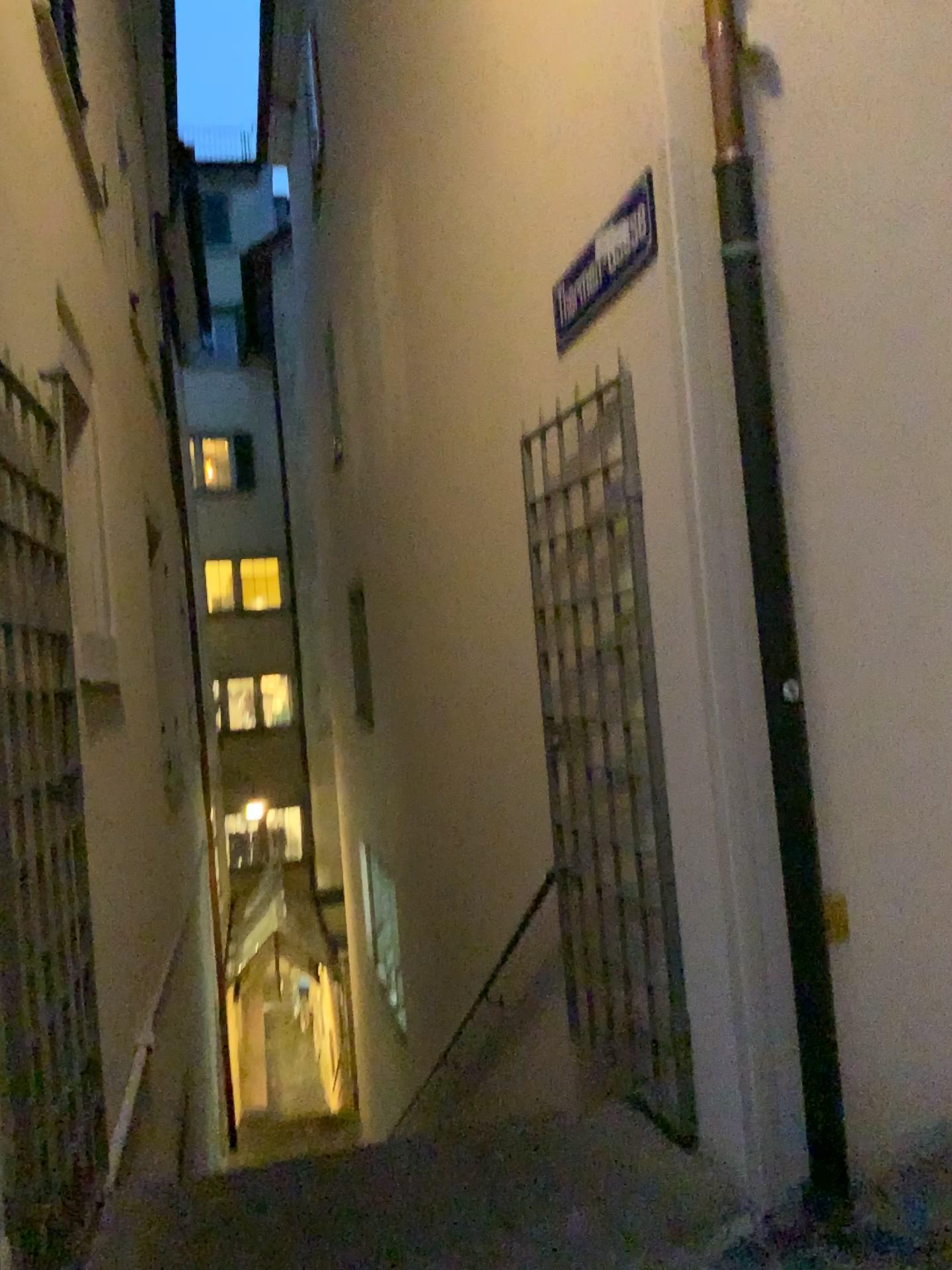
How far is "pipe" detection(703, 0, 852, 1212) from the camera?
2.5 meters

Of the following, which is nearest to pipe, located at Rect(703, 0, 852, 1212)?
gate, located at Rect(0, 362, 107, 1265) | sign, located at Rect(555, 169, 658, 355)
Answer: sign, located at Rect(555, 169, 658, 355)

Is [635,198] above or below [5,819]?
above

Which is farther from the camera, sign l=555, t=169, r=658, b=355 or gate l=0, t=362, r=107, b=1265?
sign l=555, t=169, r=658, b=355

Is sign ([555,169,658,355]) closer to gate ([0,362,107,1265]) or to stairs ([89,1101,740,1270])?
gate ([0,362,107,1265])

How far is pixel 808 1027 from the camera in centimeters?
248cm

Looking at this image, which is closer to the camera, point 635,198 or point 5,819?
point 5,819

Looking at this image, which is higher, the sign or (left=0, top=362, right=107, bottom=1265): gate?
the sign

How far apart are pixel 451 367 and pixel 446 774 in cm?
193
